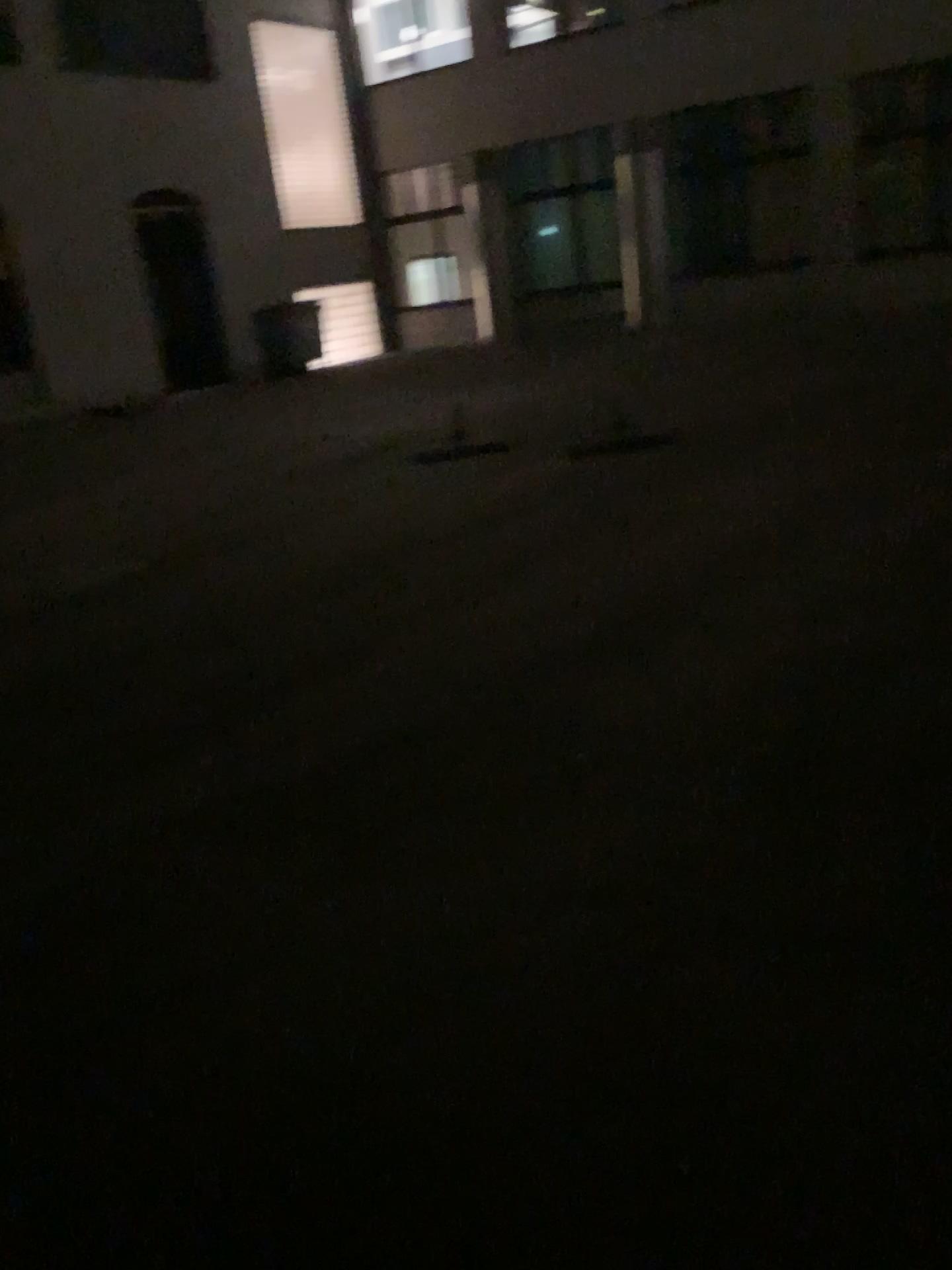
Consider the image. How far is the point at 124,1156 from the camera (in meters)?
2.03
